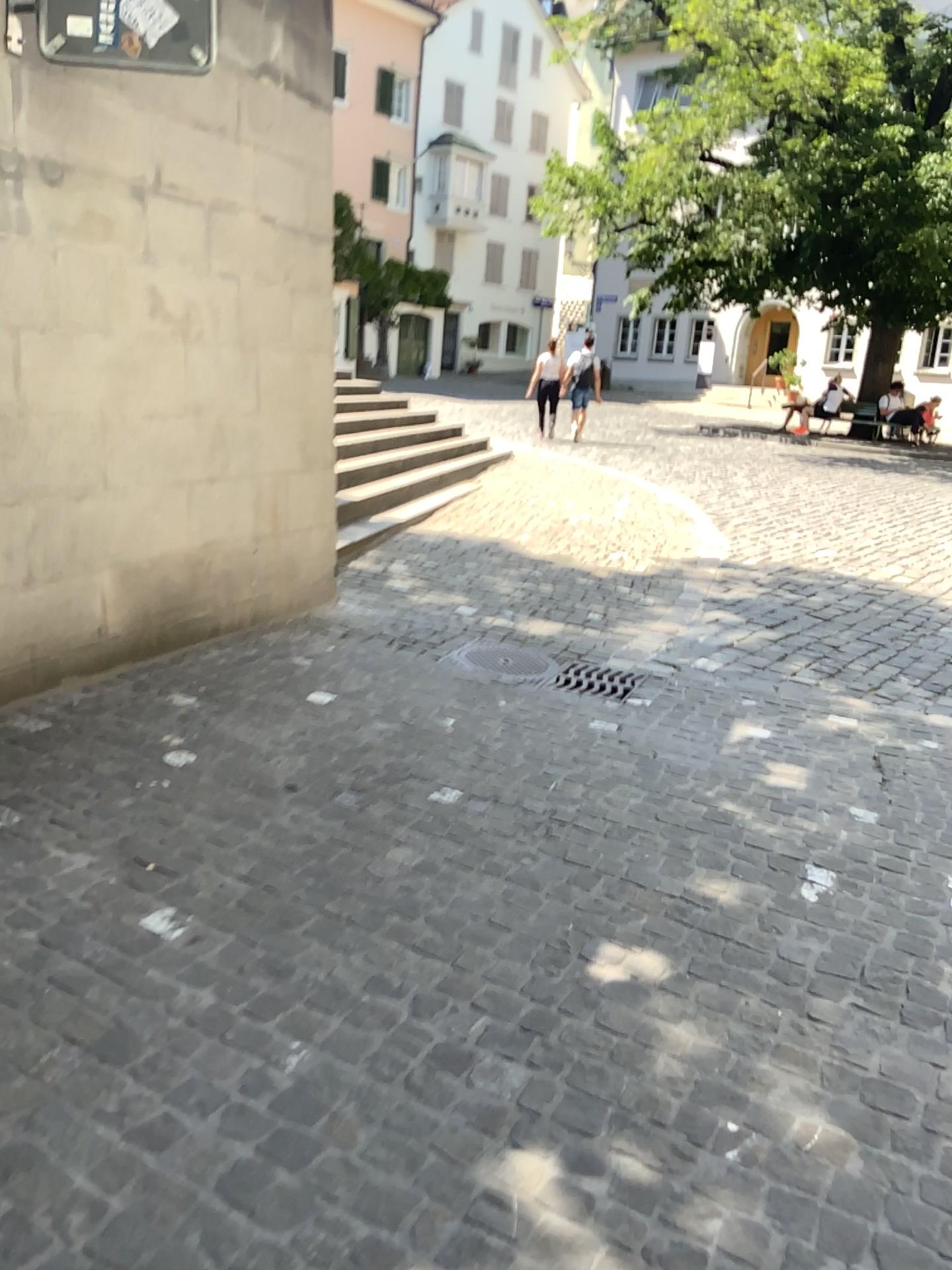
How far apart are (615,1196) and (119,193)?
3.72m
